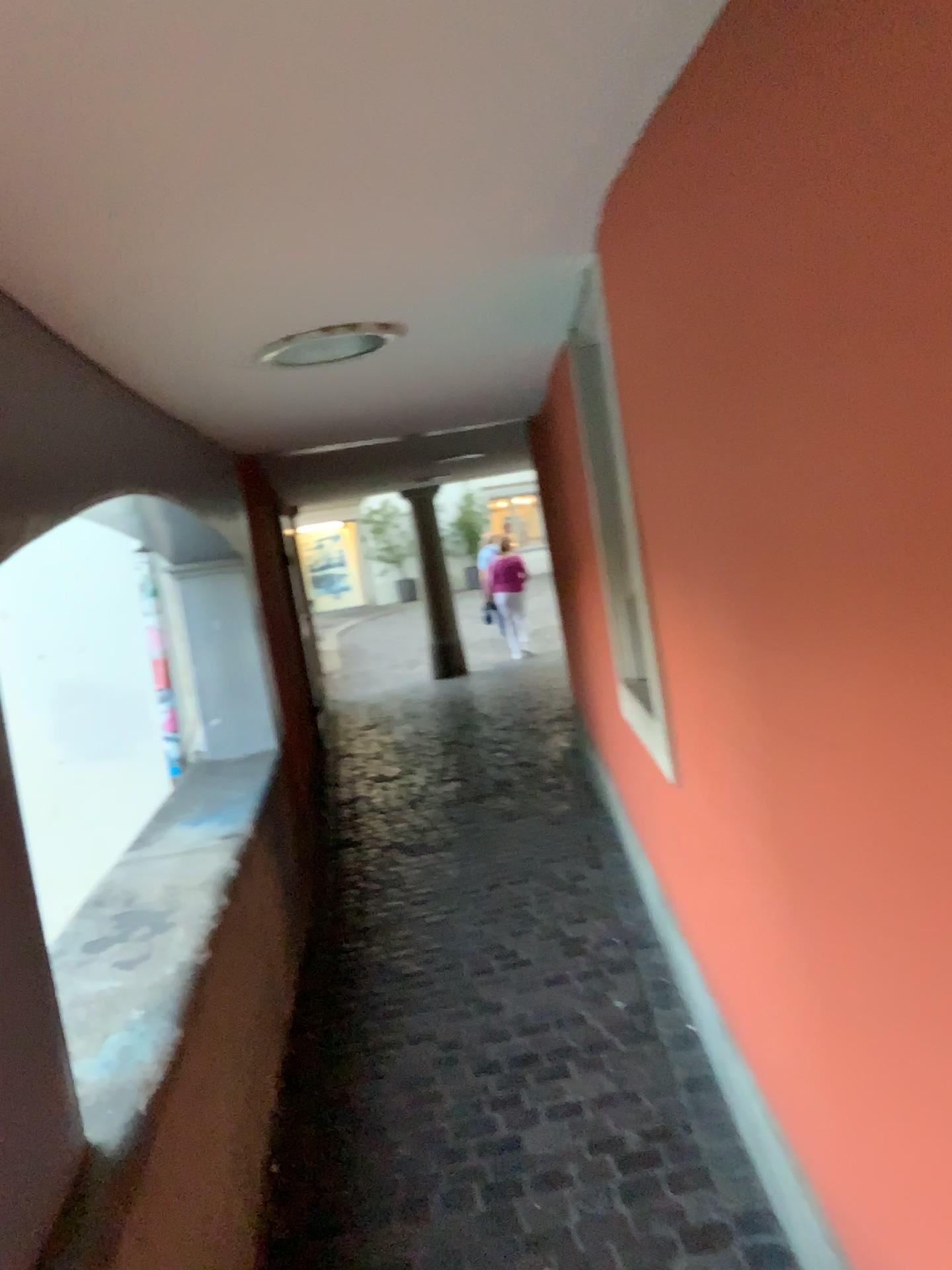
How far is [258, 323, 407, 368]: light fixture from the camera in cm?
264

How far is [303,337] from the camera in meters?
2.6

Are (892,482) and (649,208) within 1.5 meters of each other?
yes
